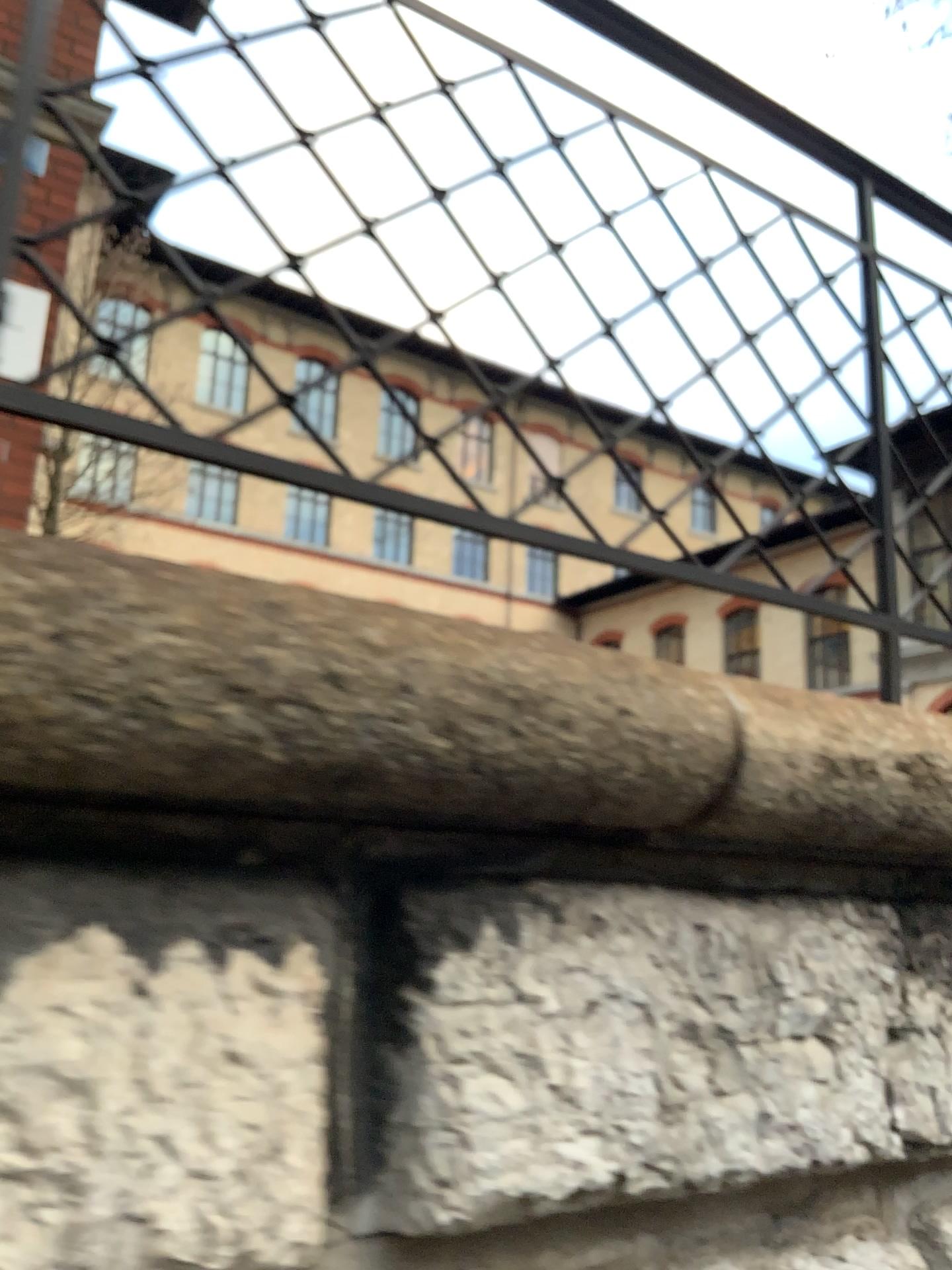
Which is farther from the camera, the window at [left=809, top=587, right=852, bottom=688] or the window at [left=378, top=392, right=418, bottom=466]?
the window at [left=809, top=587, right=852, bottom=688]

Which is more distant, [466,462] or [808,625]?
[808,625]

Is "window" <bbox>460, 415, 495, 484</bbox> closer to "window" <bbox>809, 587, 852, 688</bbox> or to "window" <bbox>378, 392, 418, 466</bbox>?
"window" <bbox>378, 392, 418, 466</bbox>

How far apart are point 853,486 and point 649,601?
0.5m

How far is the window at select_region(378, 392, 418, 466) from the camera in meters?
1.2 m

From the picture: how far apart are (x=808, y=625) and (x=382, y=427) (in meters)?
0.74

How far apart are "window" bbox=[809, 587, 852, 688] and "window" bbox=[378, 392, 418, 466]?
0.7m

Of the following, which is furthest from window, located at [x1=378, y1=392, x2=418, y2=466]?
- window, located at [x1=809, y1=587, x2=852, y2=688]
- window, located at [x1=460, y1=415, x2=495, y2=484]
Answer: window, located at [x1=809, y1=587, x2=852, y2=688]

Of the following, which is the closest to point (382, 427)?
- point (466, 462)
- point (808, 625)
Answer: point (466, 462)
